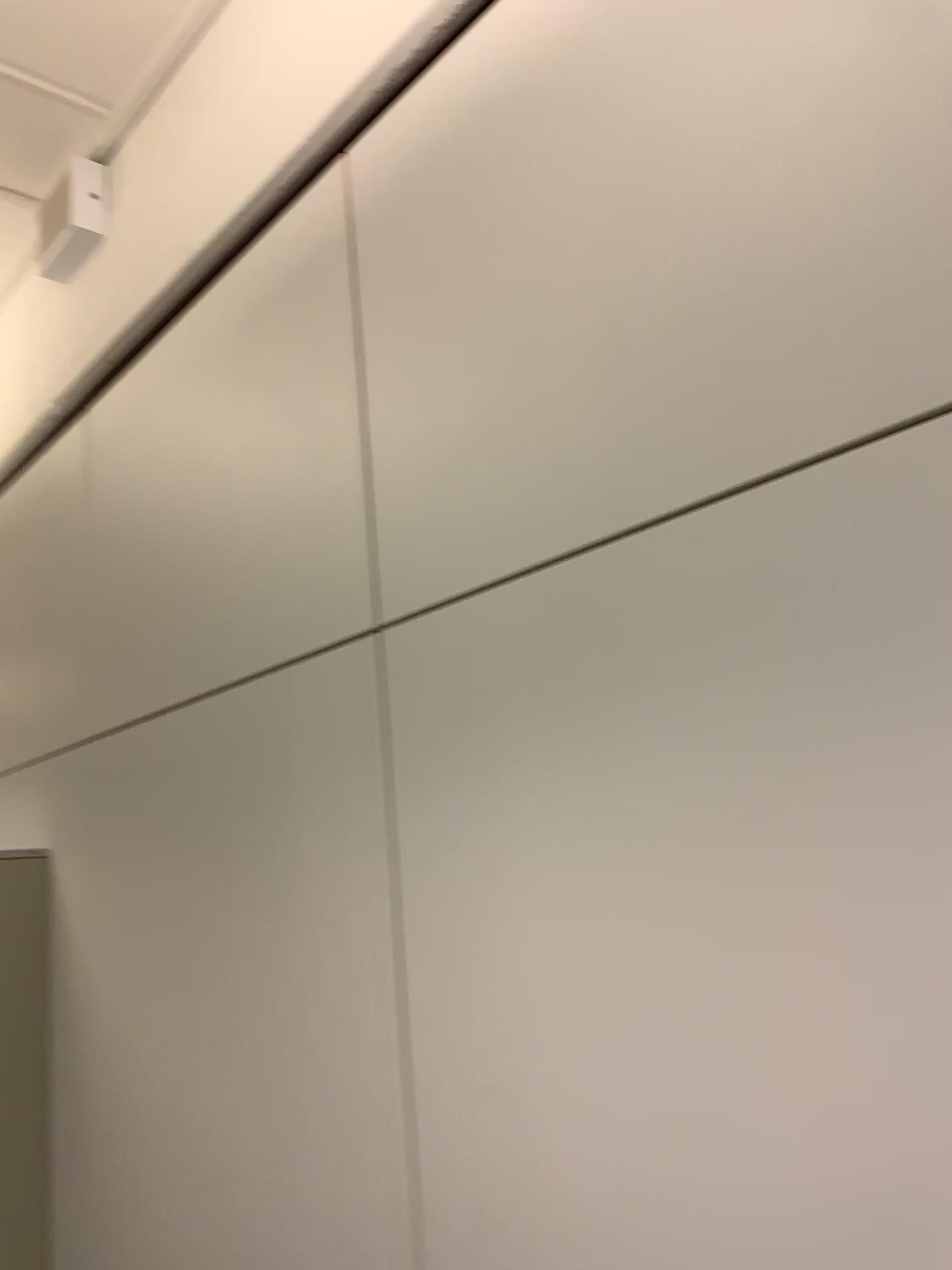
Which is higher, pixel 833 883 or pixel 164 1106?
pixel 833 883
